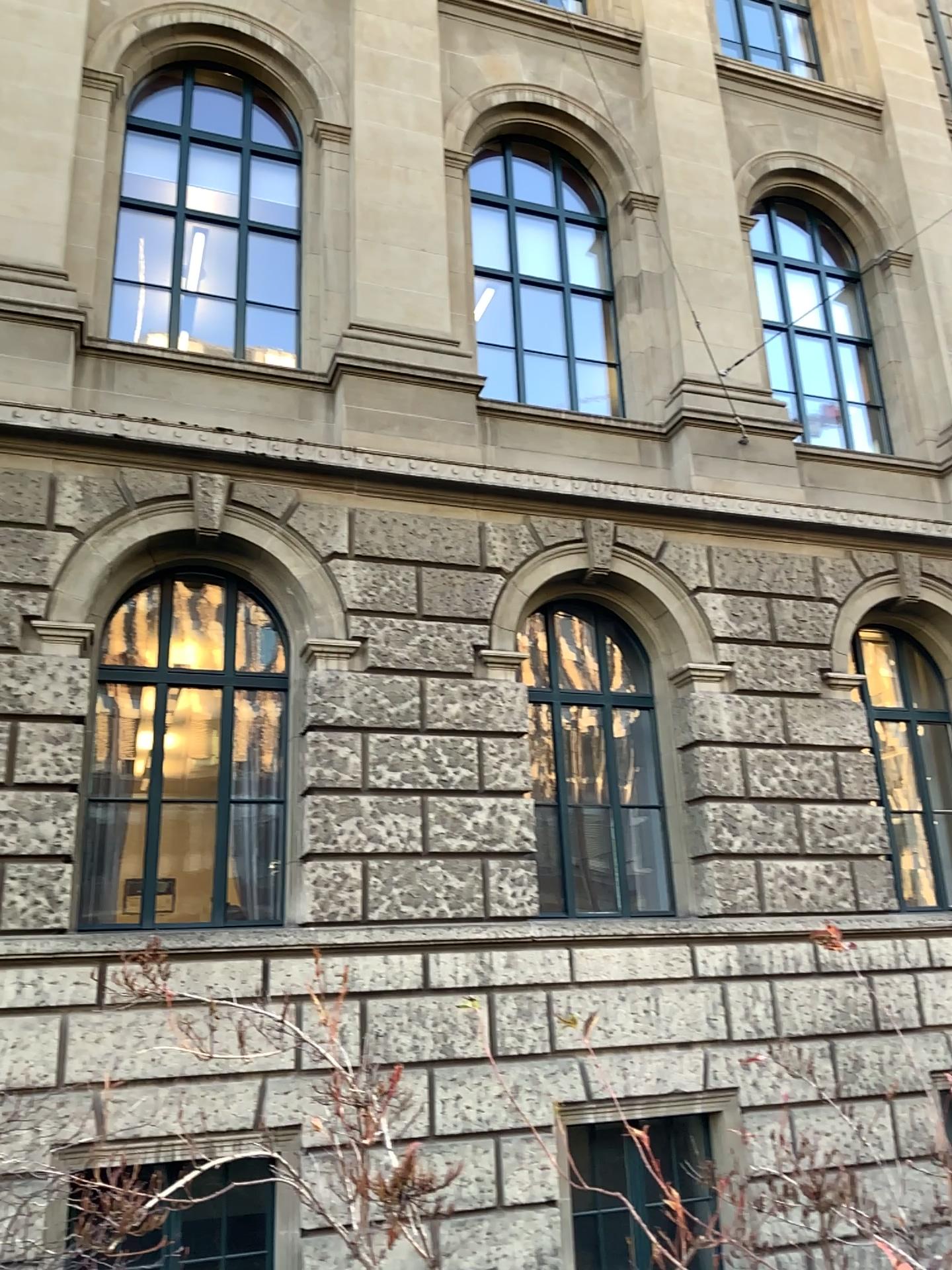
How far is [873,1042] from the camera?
3.0m
